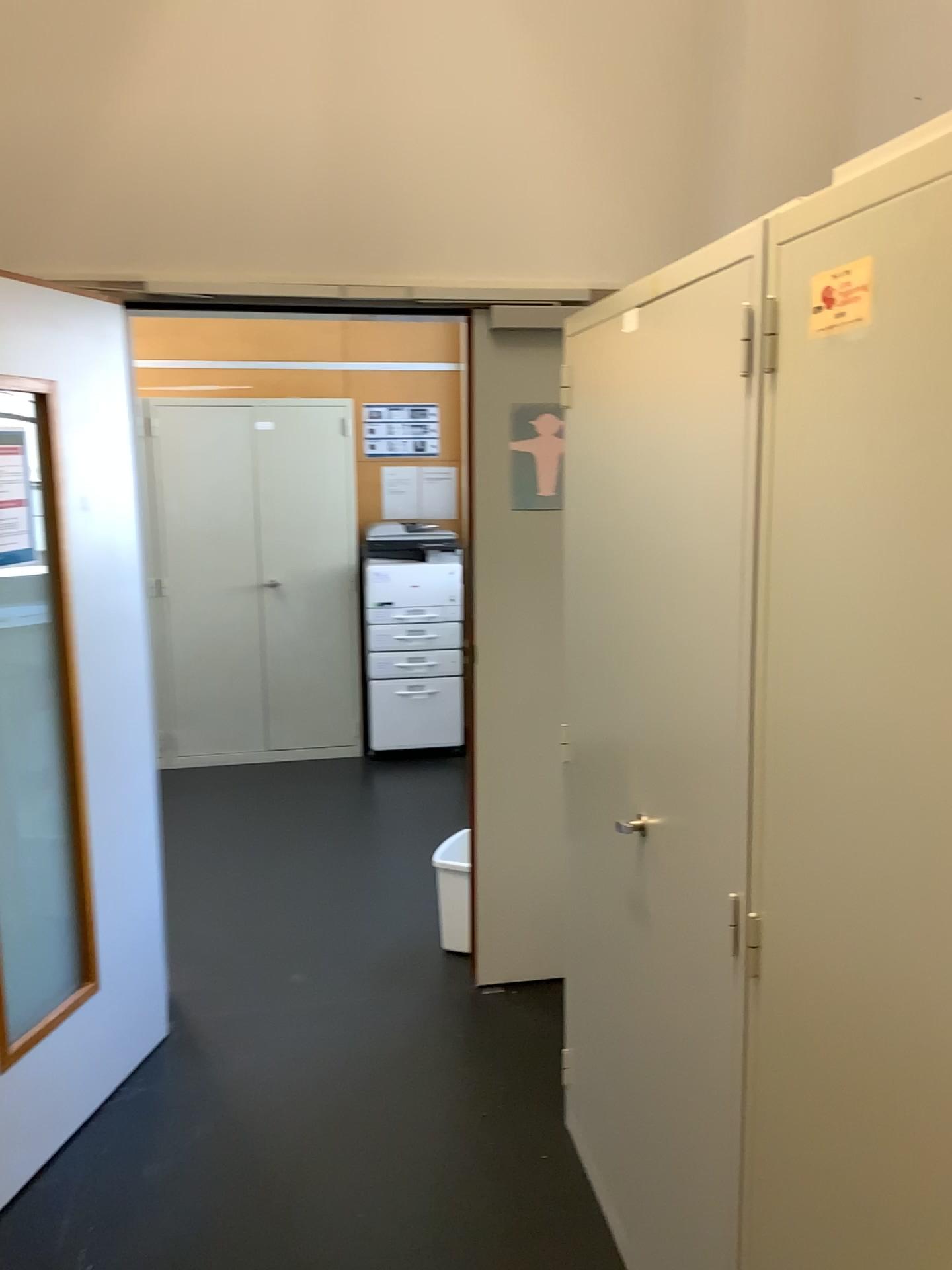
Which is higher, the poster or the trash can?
the poster

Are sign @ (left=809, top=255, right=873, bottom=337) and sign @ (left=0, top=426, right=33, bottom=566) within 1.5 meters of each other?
no

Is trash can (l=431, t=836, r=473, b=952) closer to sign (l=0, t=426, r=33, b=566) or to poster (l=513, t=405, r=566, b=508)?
poster (l=513, t=405, r=566, b=508)

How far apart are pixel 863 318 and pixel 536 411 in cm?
194

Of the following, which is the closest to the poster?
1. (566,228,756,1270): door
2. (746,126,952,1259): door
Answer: (566,228,756,1270): door

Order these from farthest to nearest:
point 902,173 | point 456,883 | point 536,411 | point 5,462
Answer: point 456,883, point 536,411, point 5,462, point 902,173

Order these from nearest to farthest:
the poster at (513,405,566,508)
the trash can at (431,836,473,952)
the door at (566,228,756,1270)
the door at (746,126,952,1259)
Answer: the door at (746,126,952,1259) → the door at (566,228,756,1270) → the poster at (513,405,566,508) → the trash can at (431,836,473,952)

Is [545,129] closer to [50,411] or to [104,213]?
[104,213]

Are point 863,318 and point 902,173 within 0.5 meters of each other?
yes

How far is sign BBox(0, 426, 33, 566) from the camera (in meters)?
2.30
